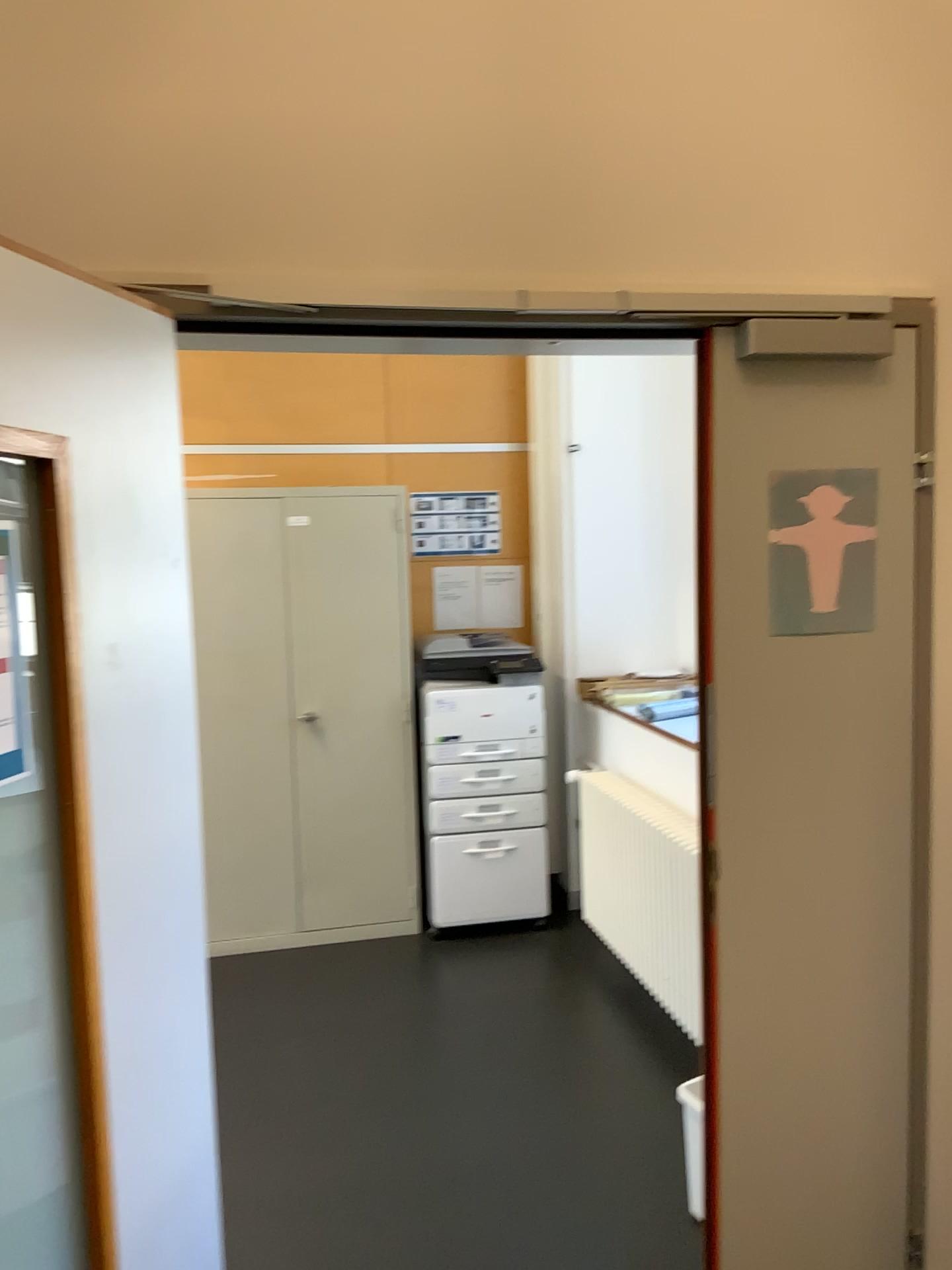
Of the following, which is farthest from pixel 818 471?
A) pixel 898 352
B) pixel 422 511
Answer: pixel 422 511

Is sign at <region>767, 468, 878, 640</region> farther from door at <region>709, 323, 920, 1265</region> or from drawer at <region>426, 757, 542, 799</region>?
drawer at <region>426, 757, 542, 799</region>

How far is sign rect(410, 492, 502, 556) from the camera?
4.8 meters

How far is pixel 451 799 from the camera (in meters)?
4.35

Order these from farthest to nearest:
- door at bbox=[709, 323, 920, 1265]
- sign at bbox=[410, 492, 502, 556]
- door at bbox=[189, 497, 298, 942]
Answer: sign at bbox=[410, 492, 502, 556] < door at bbox=[189, 497, 298, 942] < door at bbox=[709, 323, 920, 1265]

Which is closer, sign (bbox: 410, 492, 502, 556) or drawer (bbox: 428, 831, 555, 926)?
drawer (bbox: 428, 831, 555, 926)

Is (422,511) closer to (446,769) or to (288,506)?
(288,506)

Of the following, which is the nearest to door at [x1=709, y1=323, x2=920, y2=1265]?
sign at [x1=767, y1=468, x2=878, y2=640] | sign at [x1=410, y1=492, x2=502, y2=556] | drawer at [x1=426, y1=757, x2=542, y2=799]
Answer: sign at [x1=767, y1=468, x2=878, y2=640]

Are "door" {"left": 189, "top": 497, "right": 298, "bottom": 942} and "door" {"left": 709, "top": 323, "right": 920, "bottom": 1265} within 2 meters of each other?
no

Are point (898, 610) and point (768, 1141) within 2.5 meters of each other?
yes
